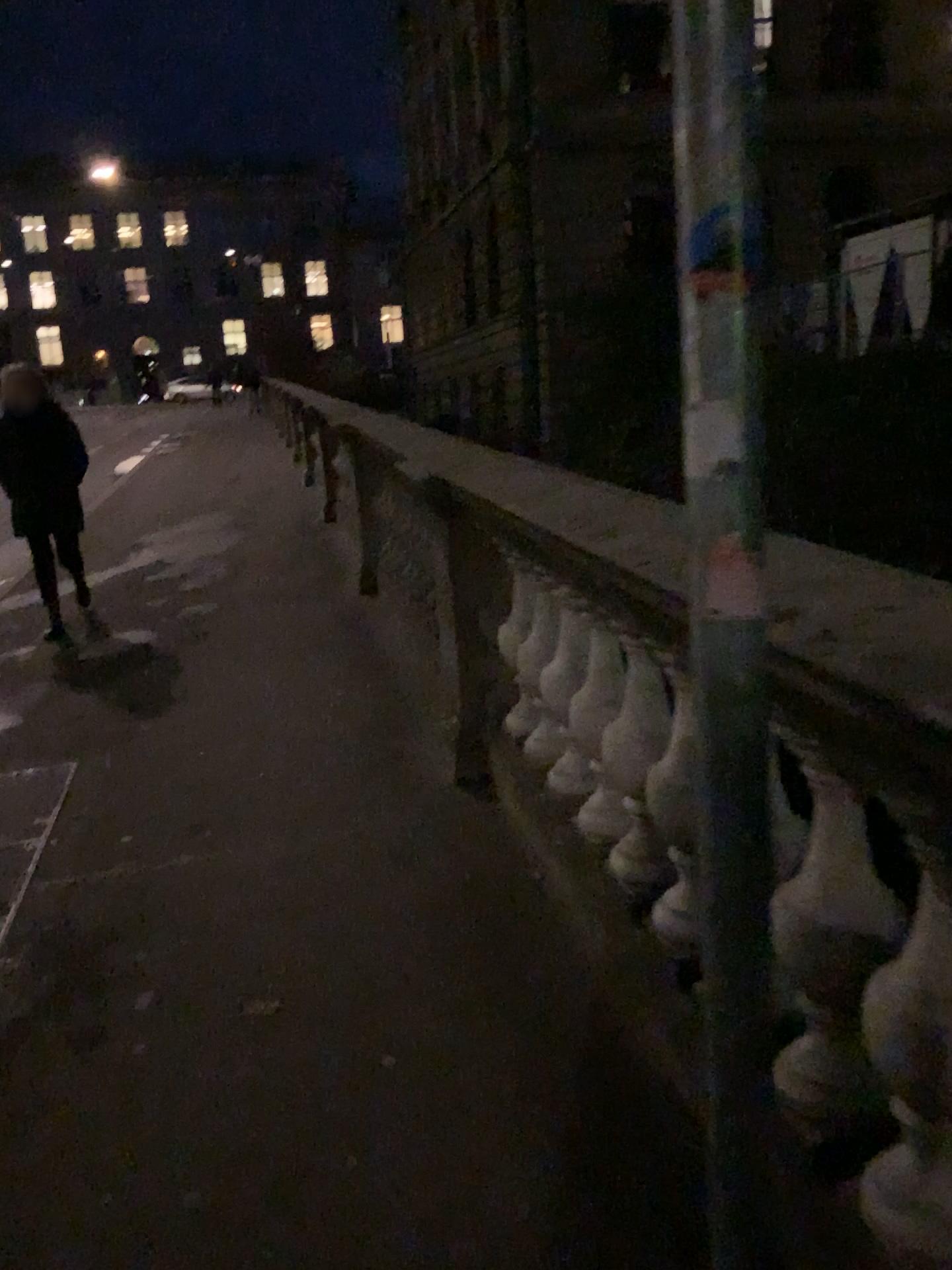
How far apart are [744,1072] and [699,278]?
0.83m
